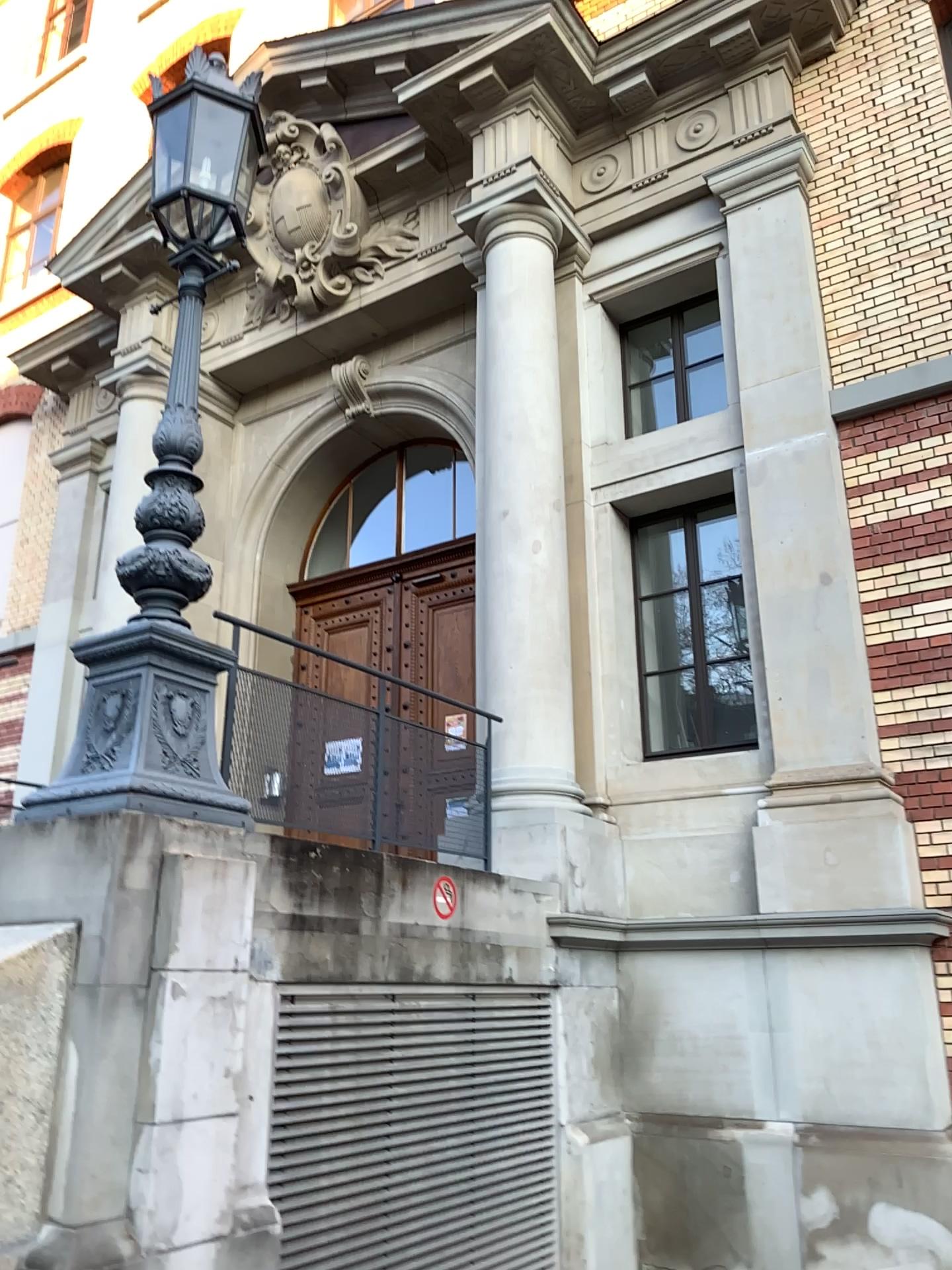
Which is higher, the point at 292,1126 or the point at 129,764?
the point at 129,764

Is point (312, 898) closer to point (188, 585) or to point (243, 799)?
point (243, 799)

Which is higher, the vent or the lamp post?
the lamp post
